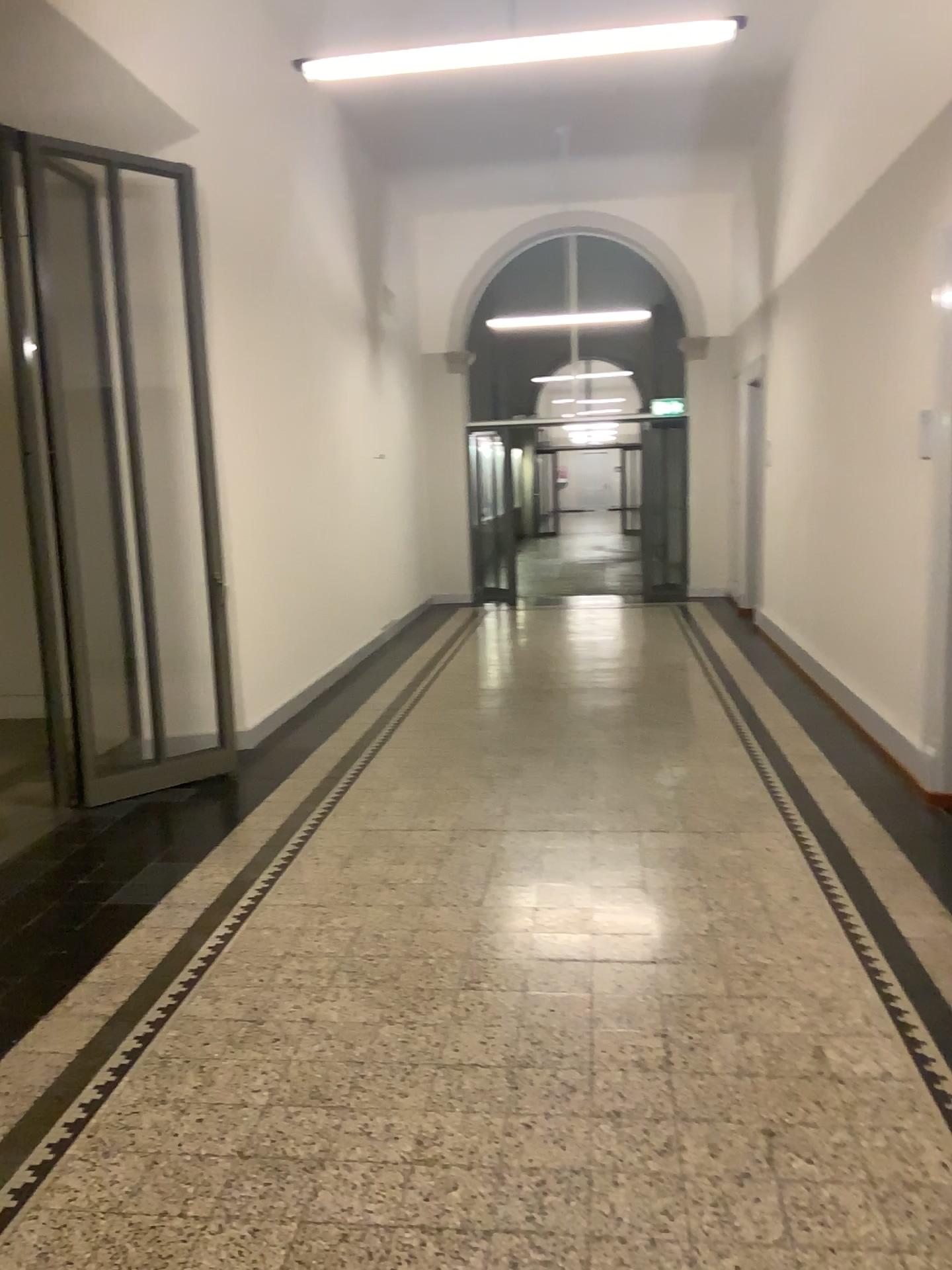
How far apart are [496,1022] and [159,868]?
1.8 meters
